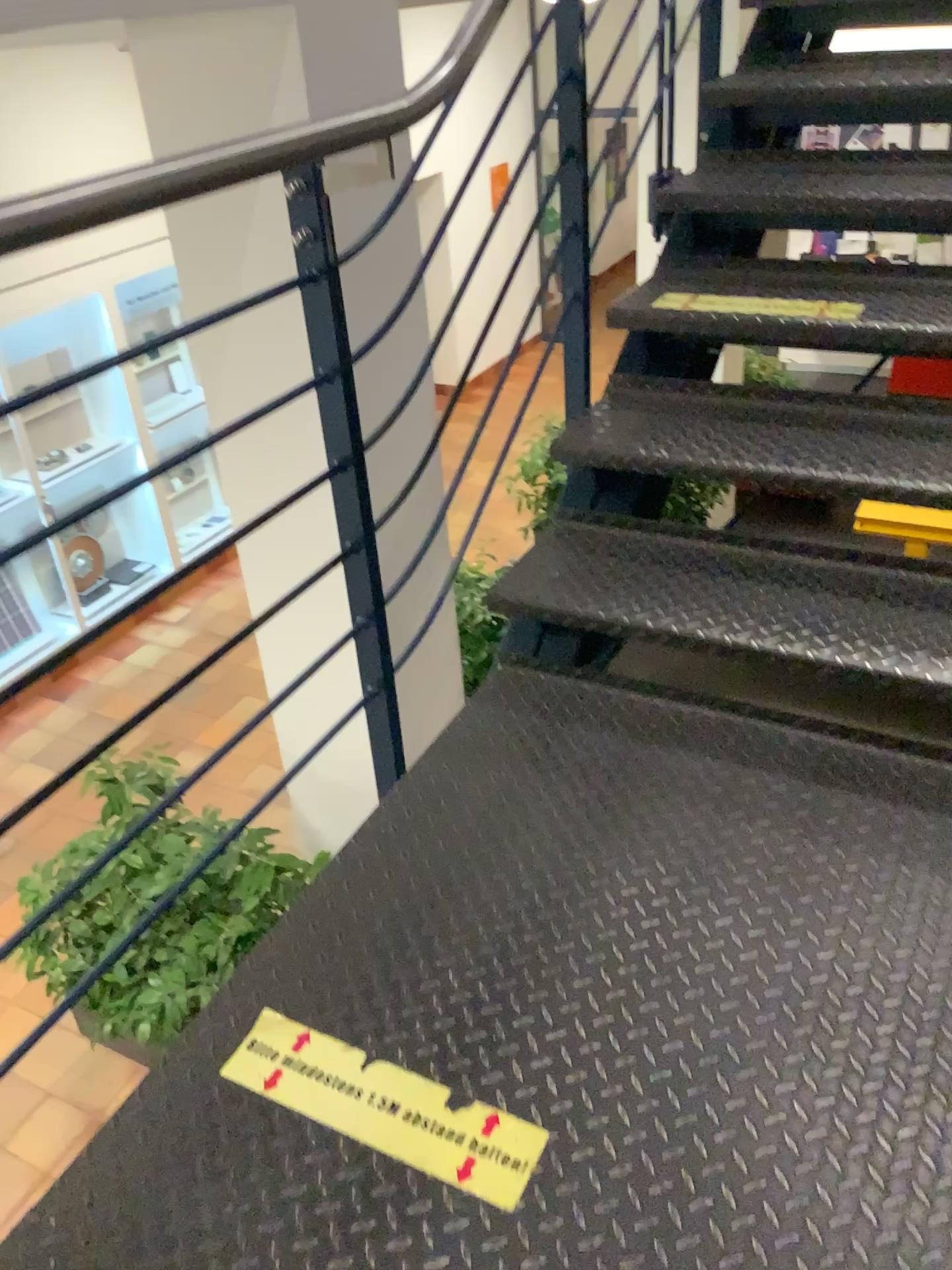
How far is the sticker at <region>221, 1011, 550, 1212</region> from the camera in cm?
118

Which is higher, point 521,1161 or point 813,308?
point 813,308

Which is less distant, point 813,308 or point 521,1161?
point 521,1161

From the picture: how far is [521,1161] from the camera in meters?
1.2

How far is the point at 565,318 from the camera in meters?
2.2

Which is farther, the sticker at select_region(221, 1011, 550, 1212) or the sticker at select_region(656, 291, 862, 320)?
the sticker at select_region(656, 291, 862, 320)

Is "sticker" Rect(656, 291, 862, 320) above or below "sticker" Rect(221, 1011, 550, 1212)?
above
